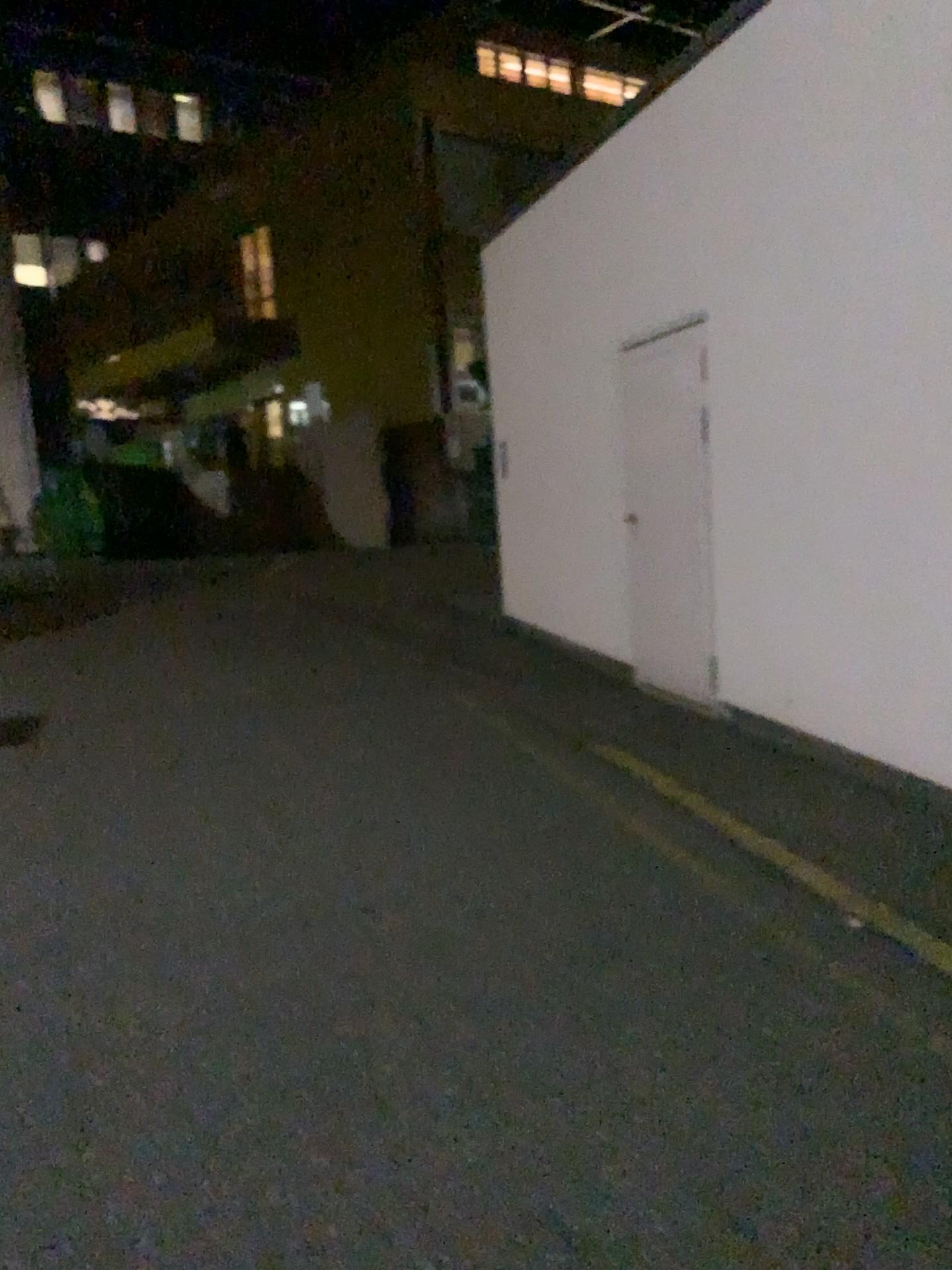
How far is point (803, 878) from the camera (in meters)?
3.63
